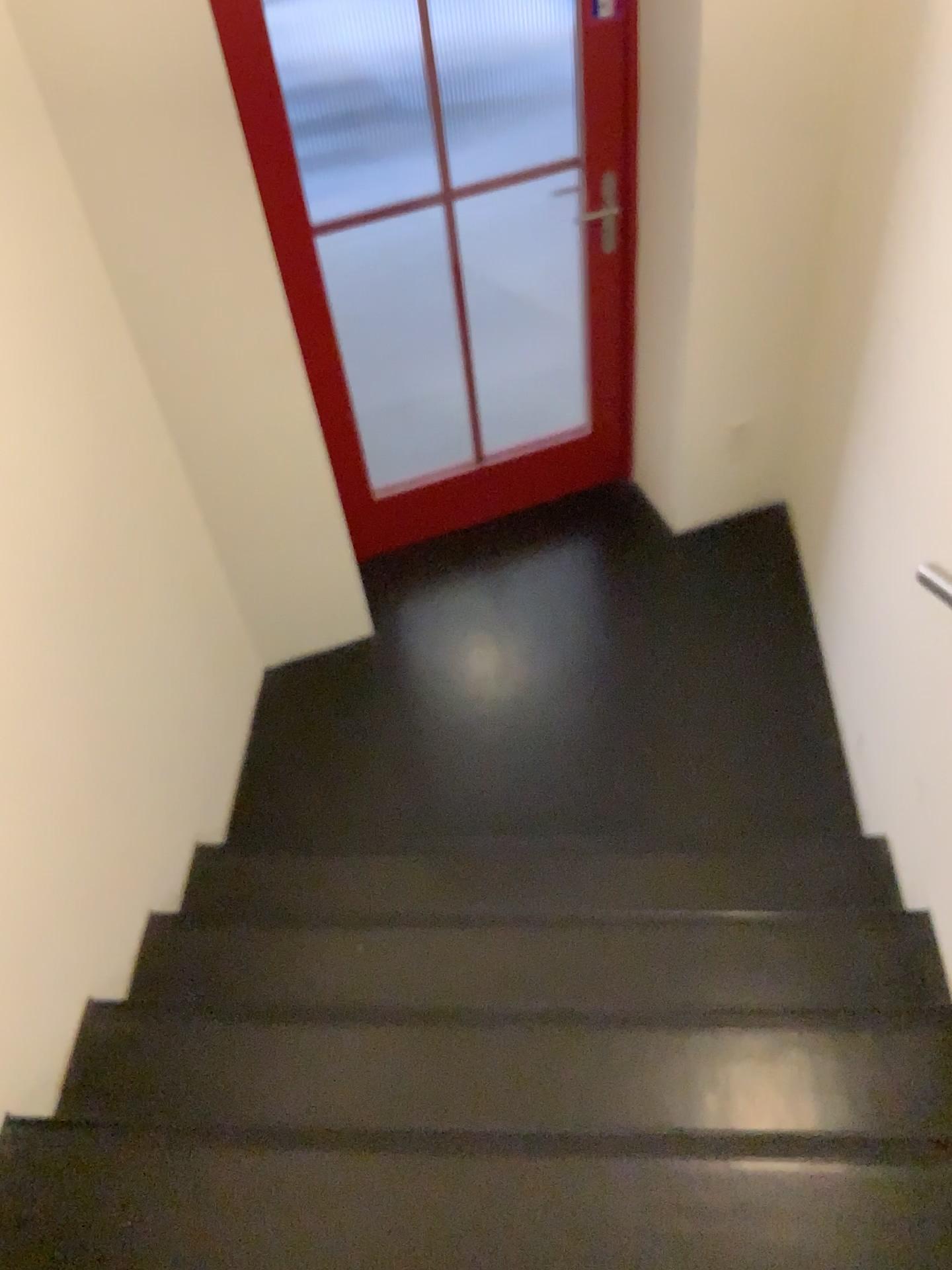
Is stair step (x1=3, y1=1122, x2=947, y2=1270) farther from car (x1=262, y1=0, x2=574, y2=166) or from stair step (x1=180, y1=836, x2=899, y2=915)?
car (x1=262, y1=0, x2=574, y2=166)

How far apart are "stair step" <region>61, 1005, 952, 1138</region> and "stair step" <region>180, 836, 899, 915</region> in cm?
35

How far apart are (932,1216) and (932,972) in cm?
59

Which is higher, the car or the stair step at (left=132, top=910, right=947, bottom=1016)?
the car

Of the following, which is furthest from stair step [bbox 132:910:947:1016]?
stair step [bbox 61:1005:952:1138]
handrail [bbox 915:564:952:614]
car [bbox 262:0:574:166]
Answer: car [bbox 262:0:574:166]

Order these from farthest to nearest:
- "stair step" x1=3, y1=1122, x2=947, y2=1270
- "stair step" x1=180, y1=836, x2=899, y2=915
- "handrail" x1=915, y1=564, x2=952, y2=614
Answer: "stair step" x1=180, y1=836, x2=899, y2=915 < "handrail" x1=915, y1=564, x2=952, y2=614 < "stair step" x1=3, y1=1122, x2=947, y2=1270

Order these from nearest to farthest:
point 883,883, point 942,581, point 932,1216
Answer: point 932,1216 → point 942,581 → point 883,883

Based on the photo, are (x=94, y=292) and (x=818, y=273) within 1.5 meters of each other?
no

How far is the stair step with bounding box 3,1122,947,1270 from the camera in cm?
155

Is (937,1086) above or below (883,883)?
above
